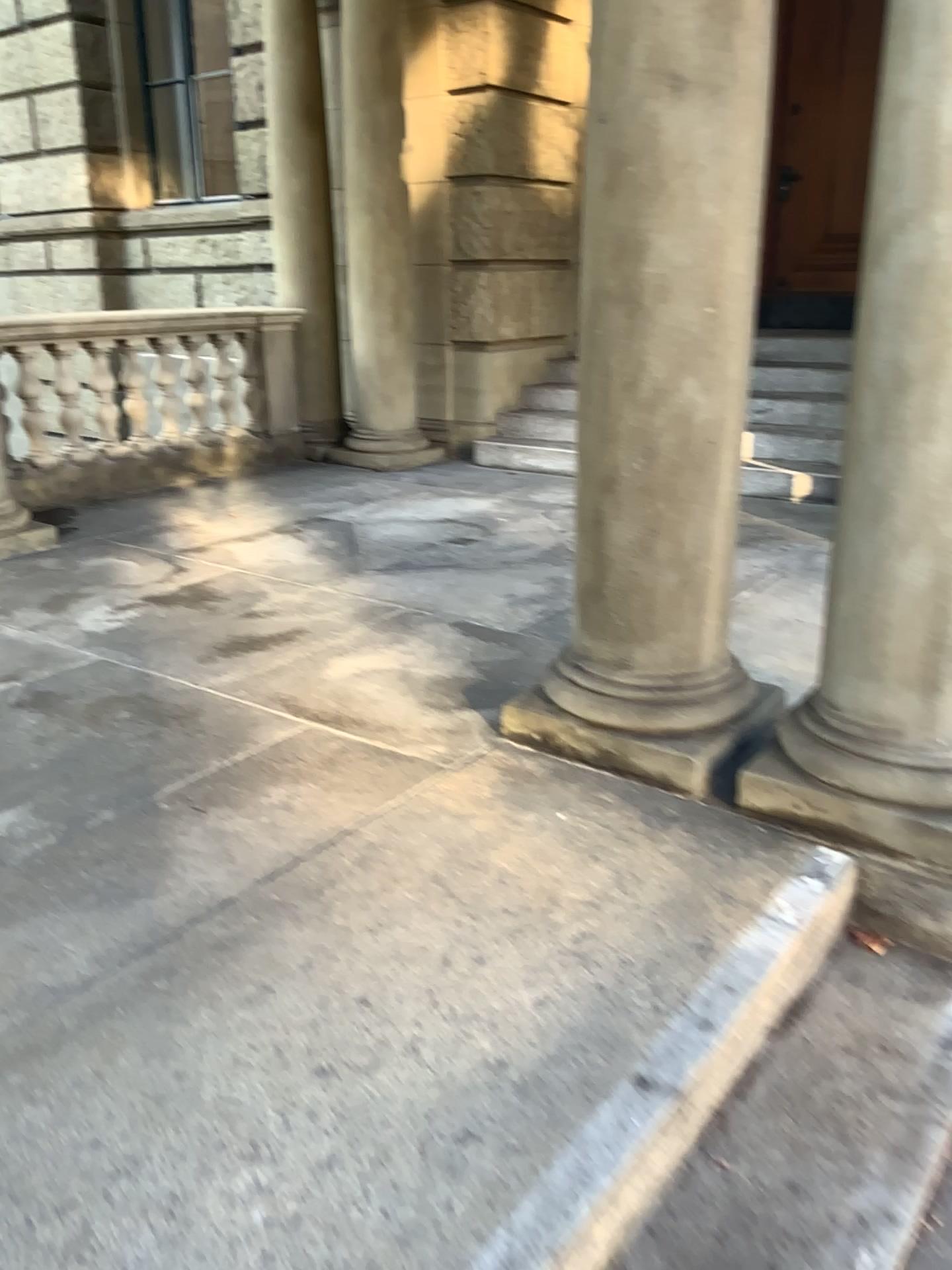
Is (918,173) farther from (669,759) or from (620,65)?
(669,759)

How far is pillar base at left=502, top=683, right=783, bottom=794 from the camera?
2.57m

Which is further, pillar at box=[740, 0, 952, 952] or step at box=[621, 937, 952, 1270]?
pillar at box=[740, 0, 952, 952]

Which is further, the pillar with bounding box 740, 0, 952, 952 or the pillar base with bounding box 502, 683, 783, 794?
the pillar base with bounding box 502, 683, 783, 794

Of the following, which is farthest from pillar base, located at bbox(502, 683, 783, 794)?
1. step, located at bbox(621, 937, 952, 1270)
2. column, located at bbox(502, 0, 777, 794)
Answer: step, located at bbox(621, 937, 952, 1270)

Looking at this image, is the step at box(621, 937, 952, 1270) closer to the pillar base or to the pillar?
the pillar

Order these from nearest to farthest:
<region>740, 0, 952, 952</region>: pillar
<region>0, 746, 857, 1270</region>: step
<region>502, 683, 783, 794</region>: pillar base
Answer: <region>0, 746, 857, 1270</region>: step < <region>740, 0, 952, 952</region>: pillar < <region>502, 683, 783, 794</region>: pillar base

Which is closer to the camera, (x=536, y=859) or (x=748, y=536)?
(x=536, y=859)

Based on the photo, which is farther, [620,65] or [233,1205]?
[620,65]

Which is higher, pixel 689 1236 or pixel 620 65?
pixel 620 65
